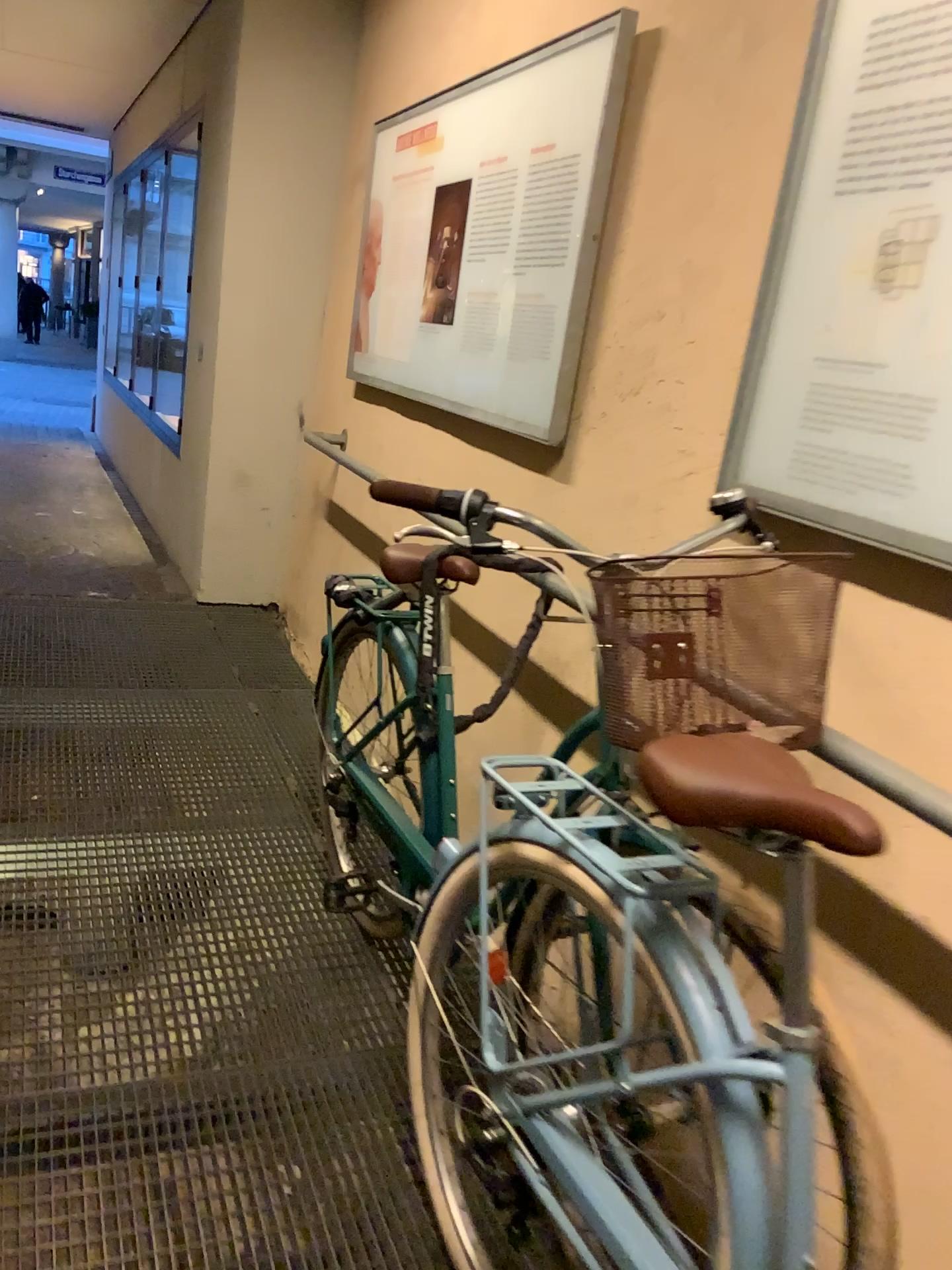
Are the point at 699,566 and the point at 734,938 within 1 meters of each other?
yes

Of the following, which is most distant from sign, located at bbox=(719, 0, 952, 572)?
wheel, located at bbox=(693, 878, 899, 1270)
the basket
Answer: wheel, located at bbox=(693, 878, 899, 1270)

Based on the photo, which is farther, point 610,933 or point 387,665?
point 387,665

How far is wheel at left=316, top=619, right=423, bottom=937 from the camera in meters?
2.1

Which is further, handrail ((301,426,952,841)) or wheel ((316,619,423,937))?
wheel ((316,619,423,937))

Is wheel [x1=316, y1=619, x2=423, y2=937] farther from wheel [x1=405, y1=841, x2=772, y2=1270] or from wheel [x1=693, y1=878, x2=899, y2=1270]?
wheel [x1=693, y1=878, x2=899, y2=1270]

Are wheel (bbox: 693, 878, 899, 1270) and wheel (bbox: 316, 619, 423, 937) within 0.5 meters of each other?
no

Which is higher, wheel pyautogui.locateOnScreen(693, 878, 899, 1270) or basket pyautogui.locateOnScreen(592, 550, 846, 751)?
basket pyautogui.locateOnScreen(592, 550, 846, 751)

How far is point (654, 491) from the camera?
2.0 meters

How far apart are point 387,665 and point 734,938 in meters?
1.0
